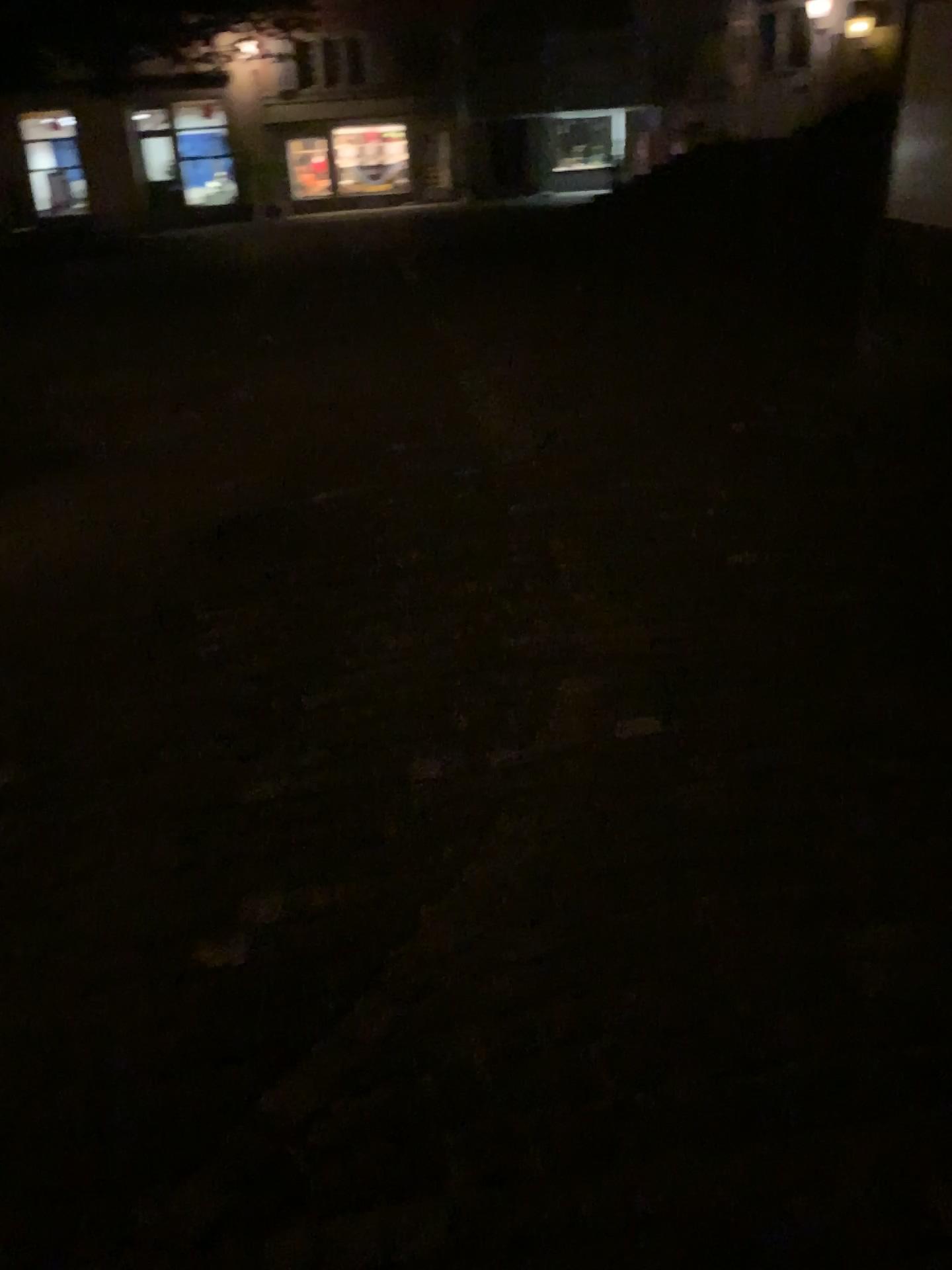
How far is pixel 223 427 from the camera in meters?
5.7 m
